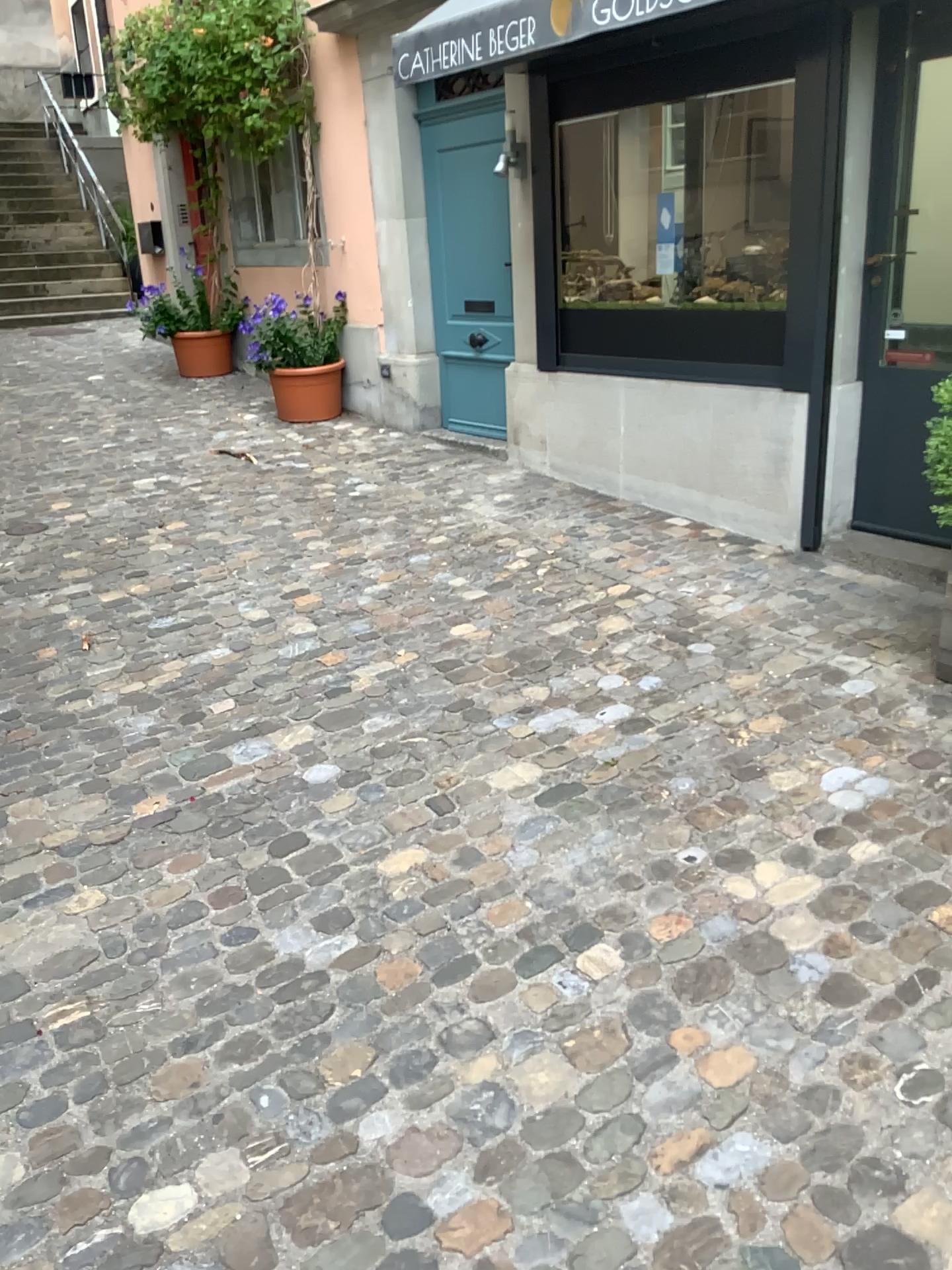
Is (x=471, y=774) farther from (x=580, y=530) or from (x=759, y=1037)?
(x=580, y=530)
